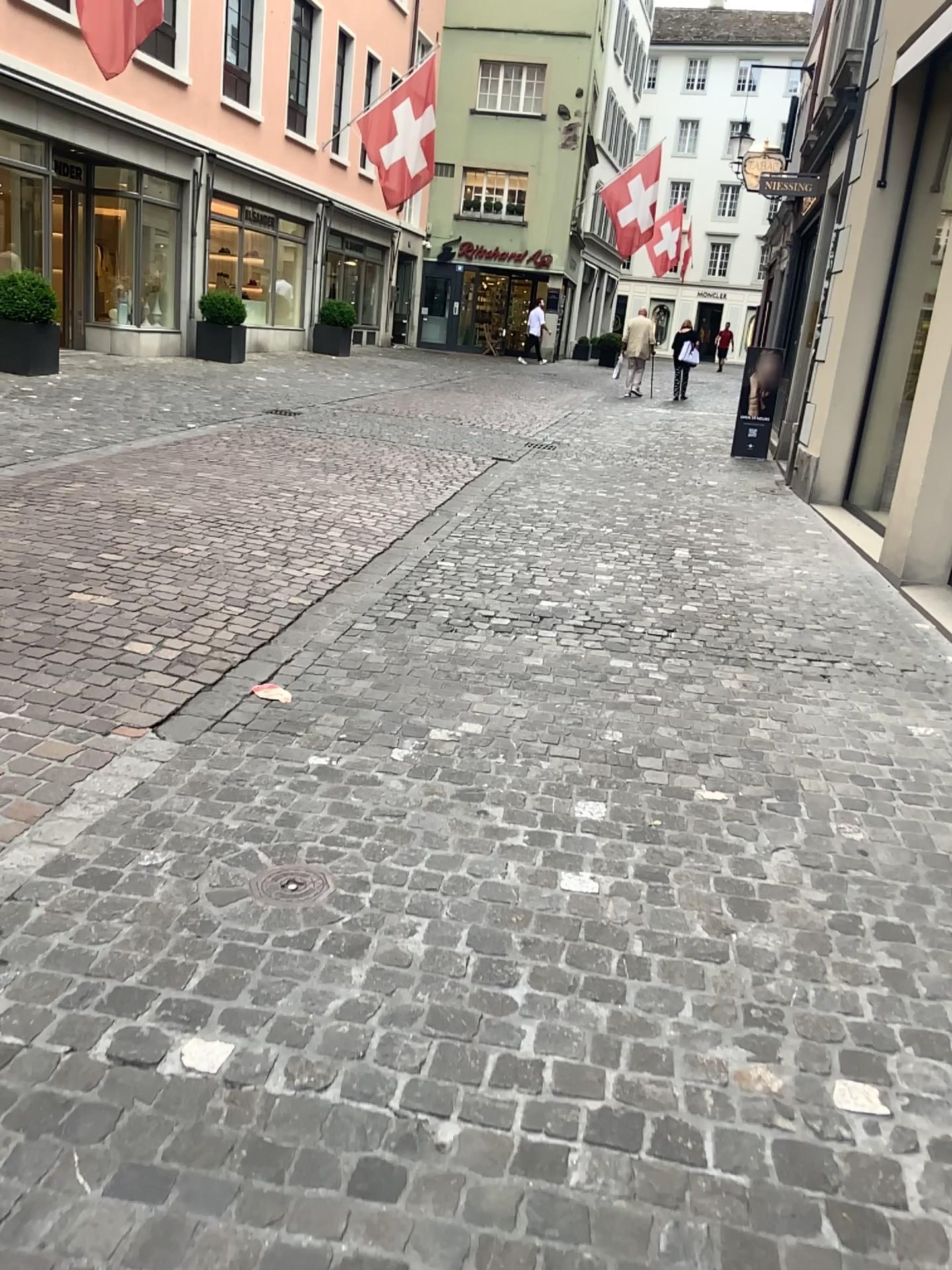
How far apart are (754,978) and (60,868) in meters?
1.6
